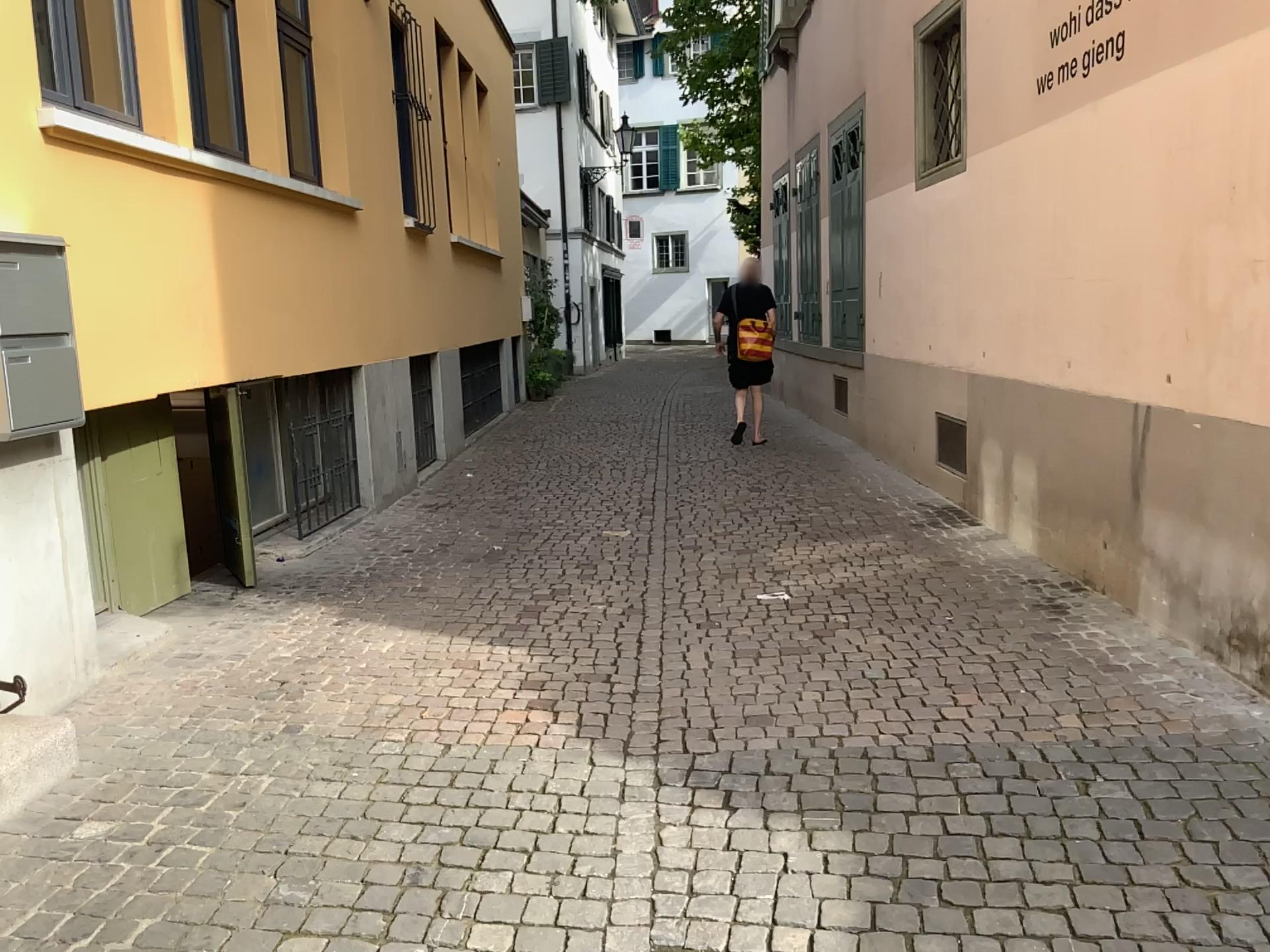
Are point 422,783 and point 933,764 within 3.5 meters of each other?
yes

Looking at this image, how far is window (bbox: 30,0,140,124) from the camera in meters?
3.7 m

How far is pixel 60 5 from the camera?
3.7m
